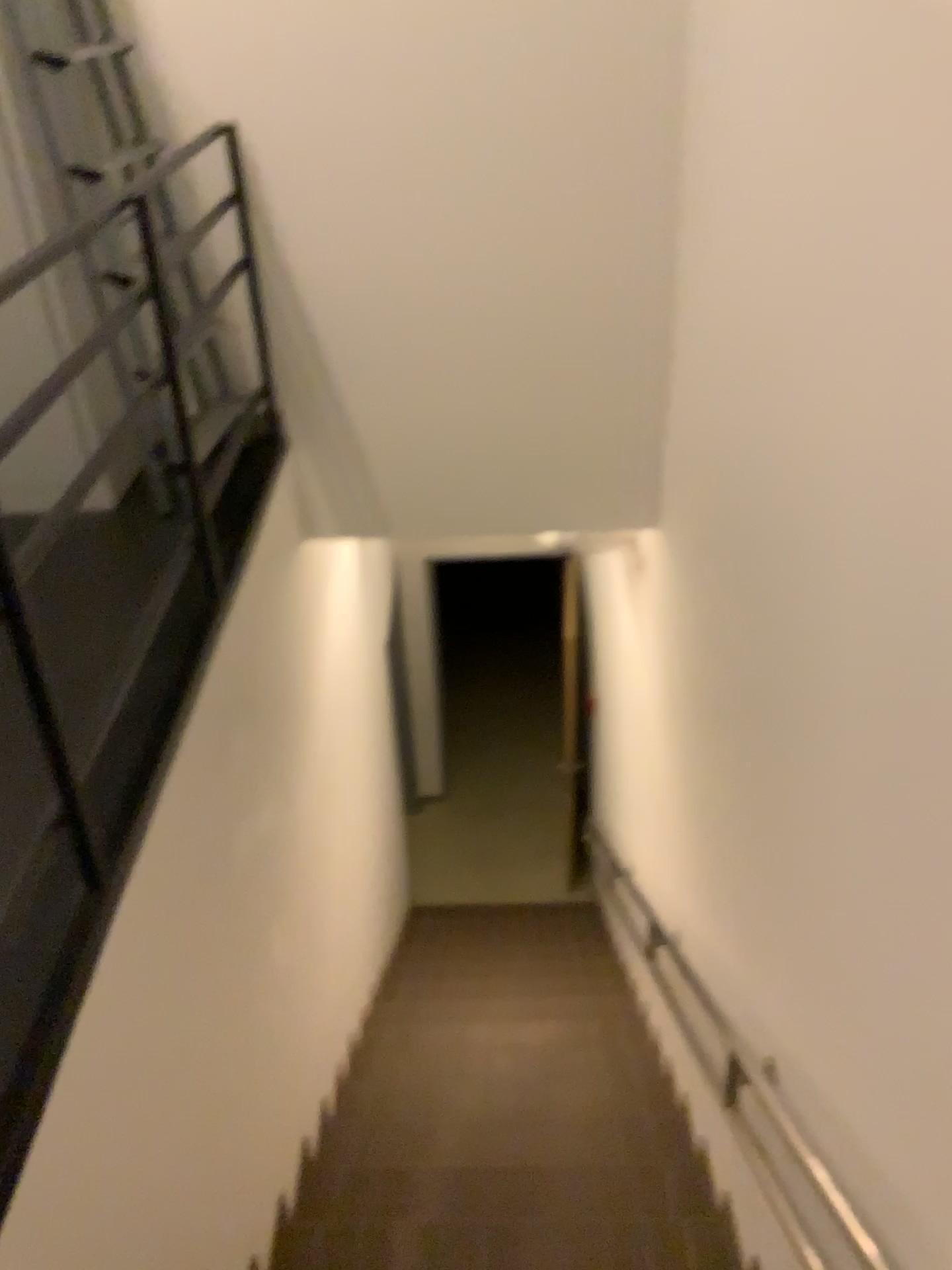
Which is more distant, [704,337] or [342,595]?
[342,595]
